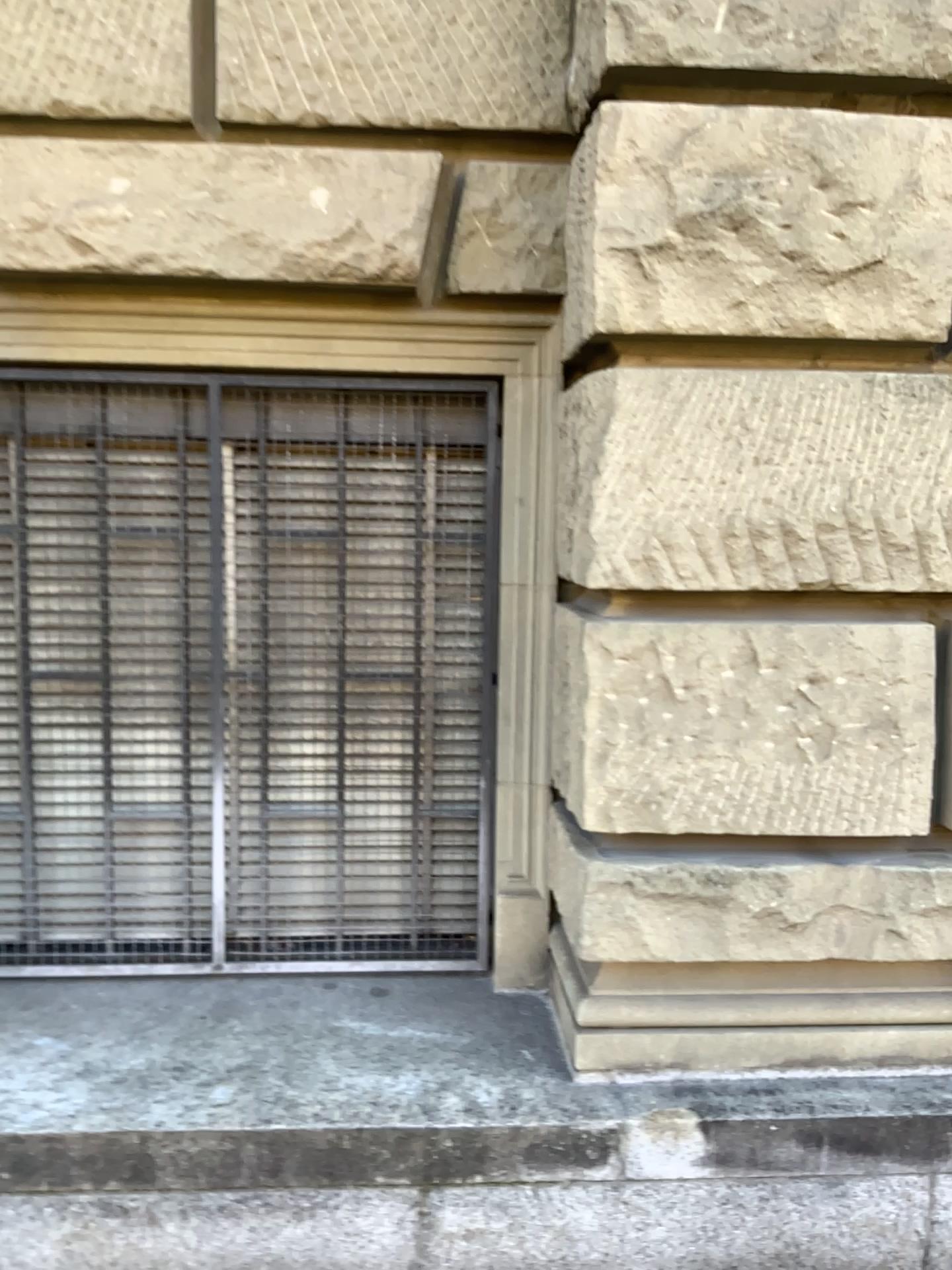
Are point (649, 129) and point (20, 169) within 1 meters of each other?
no

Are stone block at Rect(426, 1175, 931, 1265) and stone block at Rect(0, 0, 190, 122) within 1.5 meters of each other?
no

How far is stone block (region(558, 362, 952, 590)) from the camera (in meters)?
2.12

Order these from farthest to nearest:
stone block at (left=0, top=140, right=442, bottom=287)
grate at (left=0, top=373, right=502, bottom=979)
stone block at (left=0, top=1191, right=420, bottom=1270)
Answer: grate at (left=0, top=373, right=502, bottom=979) < stone block at (left=0, top=140, right=442, bottom=287) < stone block at (left=0, top=1191, right=420, bottom=1270)

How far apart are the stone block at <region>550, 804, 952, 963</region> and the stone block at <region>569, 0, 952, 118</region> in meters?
1.6

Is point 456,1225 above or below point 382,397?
below

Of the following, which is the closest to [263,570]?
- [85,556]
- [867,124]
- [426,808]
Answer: [85,556]

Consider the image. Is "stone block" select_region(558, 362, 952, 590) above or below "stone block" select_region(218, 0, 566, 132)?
below

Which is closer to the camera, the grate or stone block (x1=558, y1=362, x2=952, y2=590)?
stone block (x1=558, y1=362, x2=952, y2=590)

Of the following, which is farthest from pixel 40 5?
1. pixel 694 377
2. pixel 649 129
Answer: pixel 694 377
